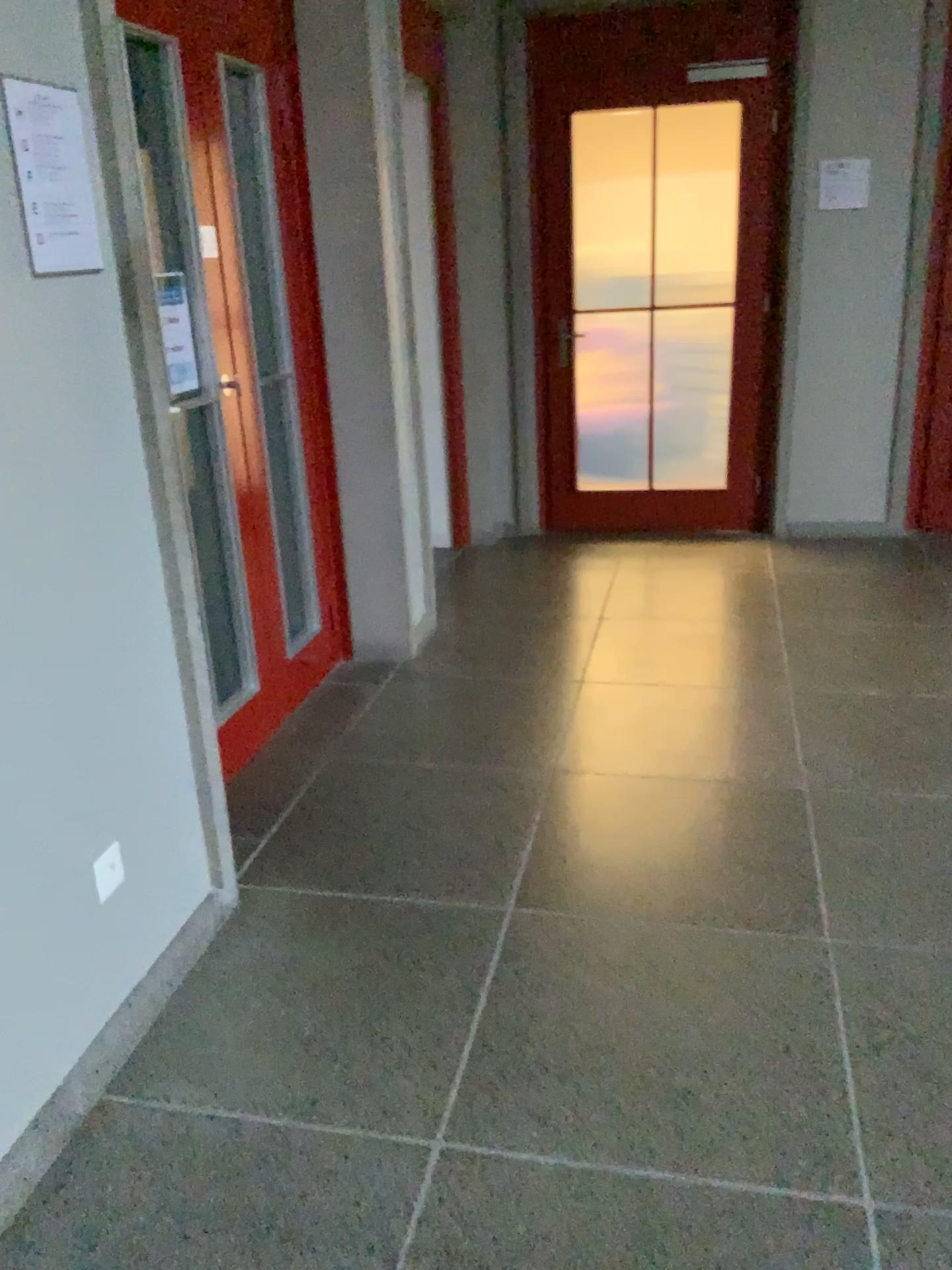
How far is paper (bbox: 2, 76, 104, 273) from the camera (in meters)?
1.69

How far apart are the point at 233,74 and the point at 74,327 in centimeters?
153cm

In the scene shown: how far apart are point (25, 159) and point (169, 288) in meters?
1.0 m

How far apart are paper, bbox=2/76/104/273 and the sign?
0.8m

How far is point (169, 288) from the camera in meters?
2.7

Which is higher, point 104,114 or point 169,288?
point 104,114

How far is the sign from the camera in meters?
2.7

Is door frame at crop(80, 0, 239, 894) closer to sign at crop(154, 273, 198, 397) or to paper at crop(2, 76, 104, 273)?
paper at crop(2, 76, 104, 273)

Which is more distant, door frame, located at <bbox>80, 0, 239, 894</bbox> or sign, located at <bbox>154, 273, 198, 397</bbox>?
sign, located at <bbox>154, 273, 198, 397</bbox>

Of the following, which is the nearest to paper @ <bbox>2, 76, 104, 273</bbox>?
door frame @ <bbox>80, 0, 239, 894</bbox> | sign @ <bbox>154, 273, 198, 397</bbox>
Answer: door frame @ <bbox>80, 0, 239, 894</bbox>
